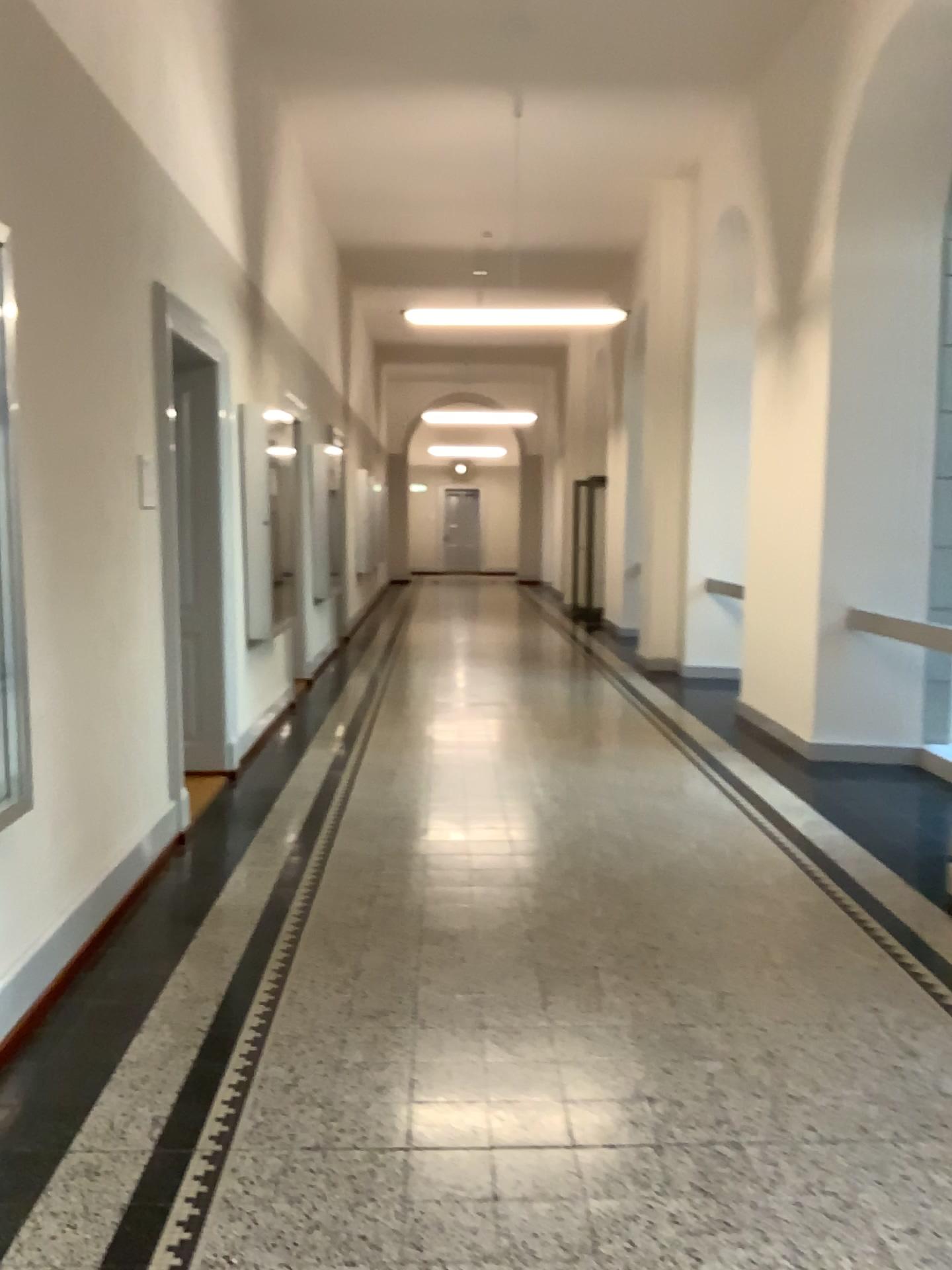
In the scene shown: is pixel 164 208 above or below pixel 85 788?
above
